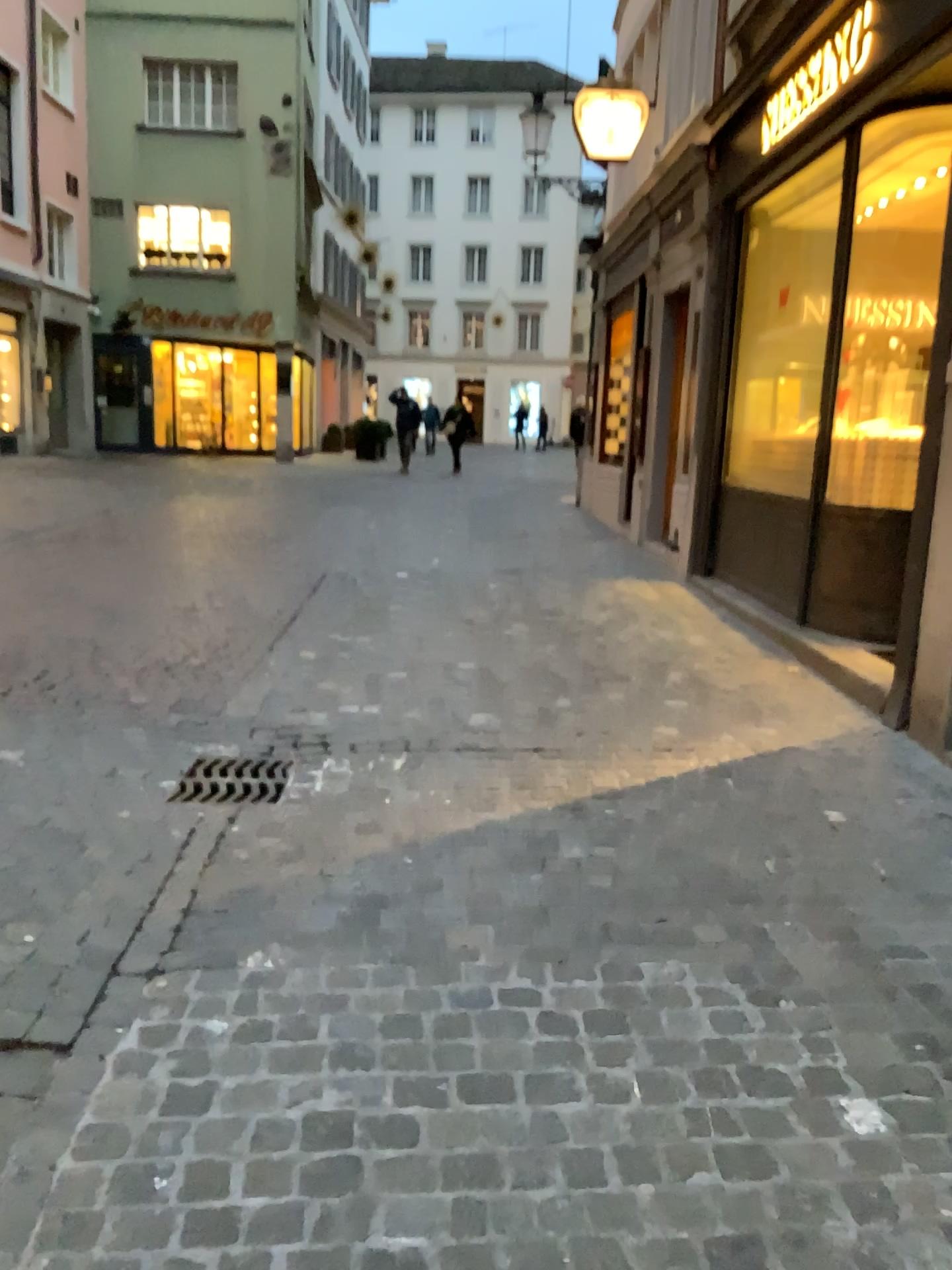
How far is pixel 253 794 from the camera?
3.3m

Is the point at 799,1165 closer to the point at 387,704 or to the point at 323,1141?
the point at 323,1141

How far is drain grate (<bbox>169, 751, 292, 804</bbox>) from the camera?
3.3 meters
